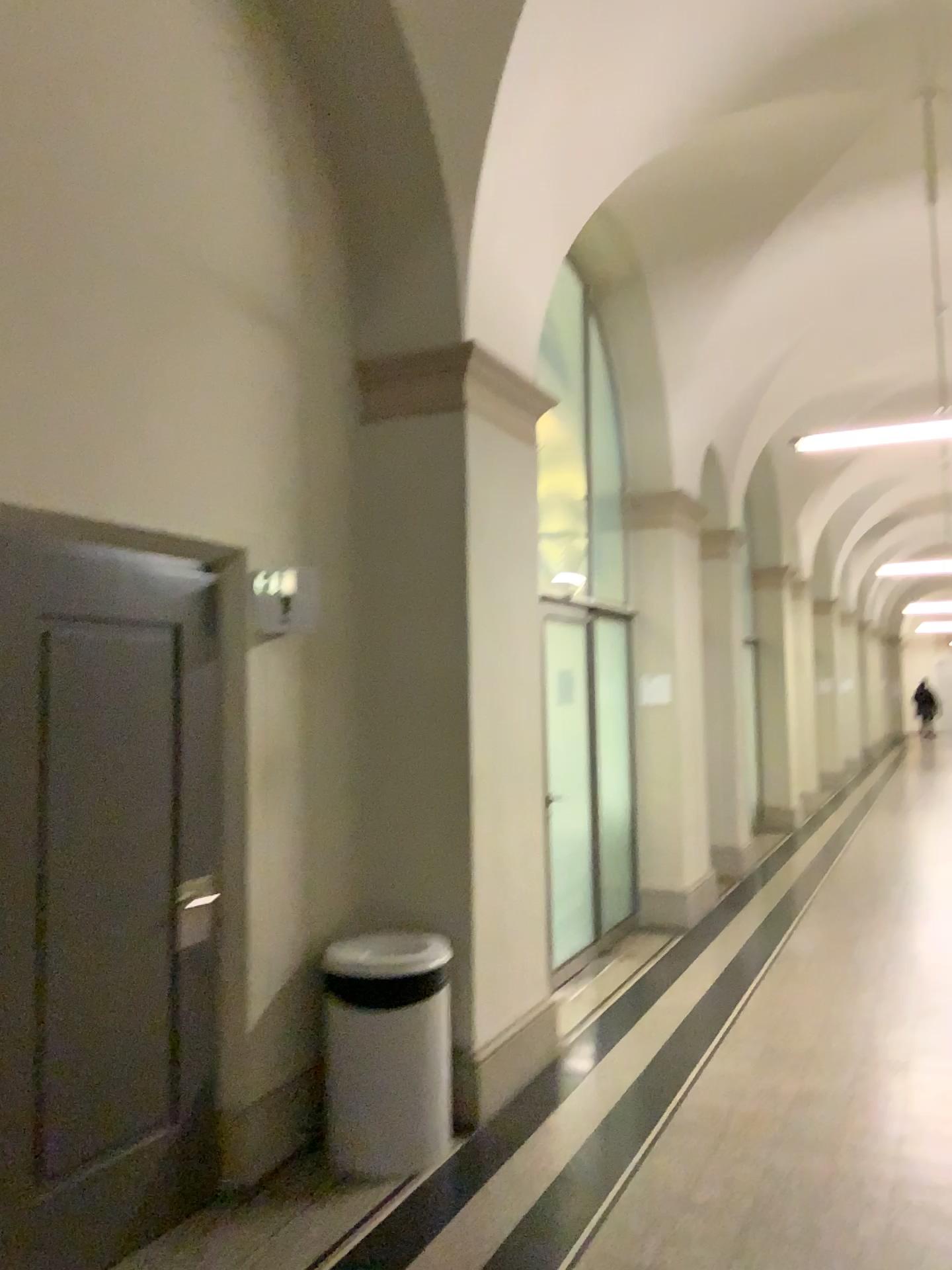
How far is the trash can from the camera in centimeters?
360cm

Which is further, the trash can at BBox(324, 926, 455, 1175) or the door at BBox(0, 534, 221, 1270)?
the trash can at BBox(324, 926, 455, 1175)

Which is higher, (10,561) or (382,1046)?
(10,561)

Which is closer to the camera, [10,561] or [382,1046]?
[10,561]

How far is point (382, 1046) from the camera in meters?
3.6 m

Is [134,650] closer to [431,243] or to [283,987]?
[283,987]
